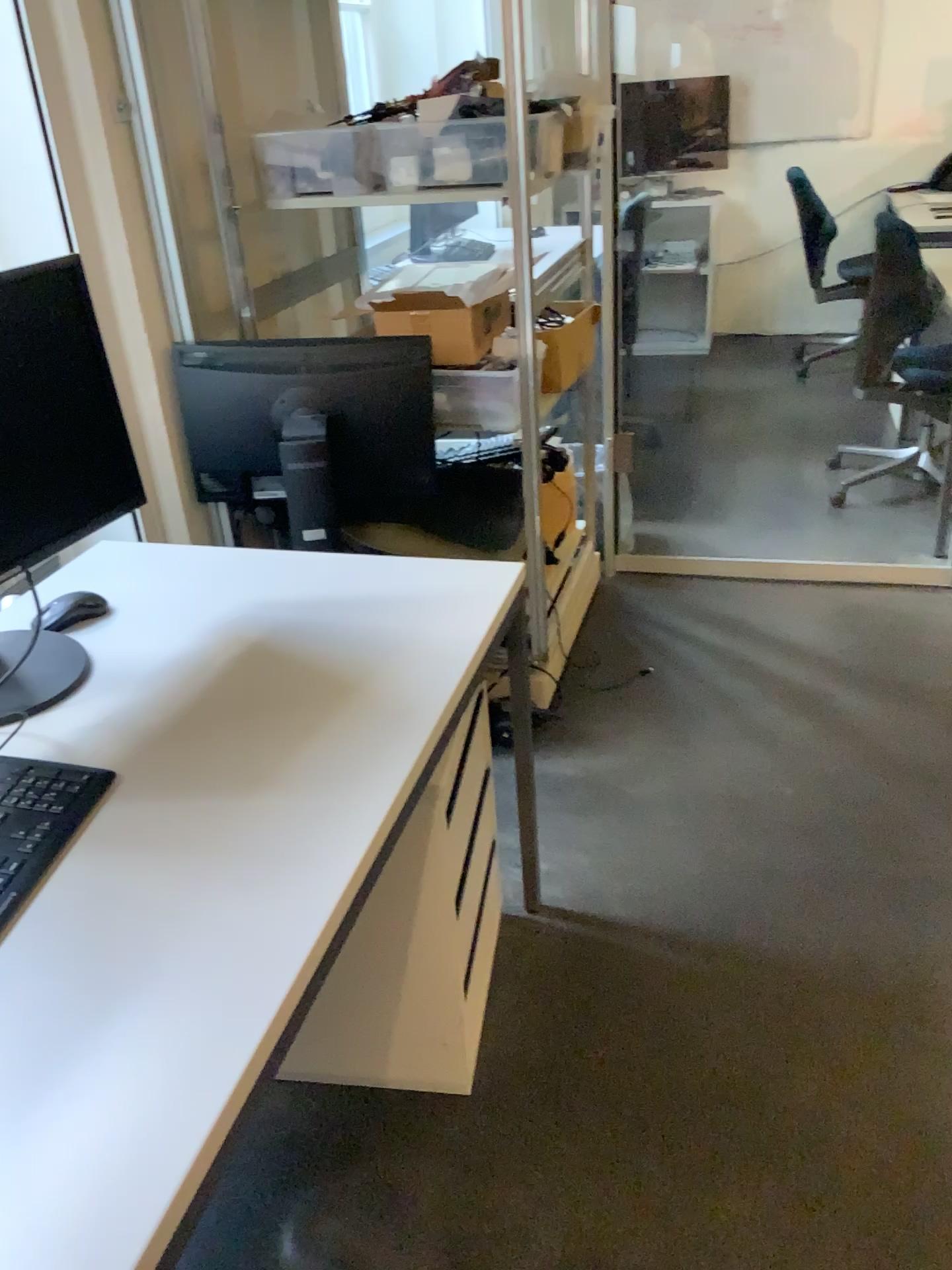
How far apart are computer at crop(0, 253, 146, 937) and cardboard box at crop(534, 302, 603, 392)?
1.4 meters

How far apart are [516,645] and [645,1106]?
1.3 meters

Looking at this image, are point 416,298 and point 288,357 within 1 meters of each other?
yes

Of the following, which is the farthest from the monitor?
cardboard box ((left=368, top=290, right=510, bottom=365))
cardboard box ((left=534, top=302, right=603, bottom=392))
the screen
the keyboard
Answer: the keyboard

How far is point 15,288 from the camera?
1.4 meters

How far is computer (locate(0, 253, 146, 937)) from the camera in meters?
1.4 m

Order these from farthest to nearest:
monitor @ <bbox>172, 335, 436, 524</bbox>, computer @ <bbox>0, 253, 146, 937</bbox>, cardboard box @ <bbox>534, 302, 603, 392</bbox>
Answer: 1. cardboard box @ <bbox>534, 302, 603, 392</bbox>
2. monitor @ <bbox>172, 335, 436, 524</bbox>
3. computer @ <bbox>0, 253, 146, 937</bbox>

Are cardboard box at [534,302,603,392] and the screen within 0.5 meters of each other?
no

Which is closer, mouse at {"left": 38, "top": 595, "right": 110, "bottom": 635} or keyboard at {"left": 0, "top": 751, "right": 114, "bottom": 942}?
keyboard at {"left": 0, "top": 751, "right": 114, "bottom": 942}

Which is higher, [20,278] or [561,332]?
[20,278]
